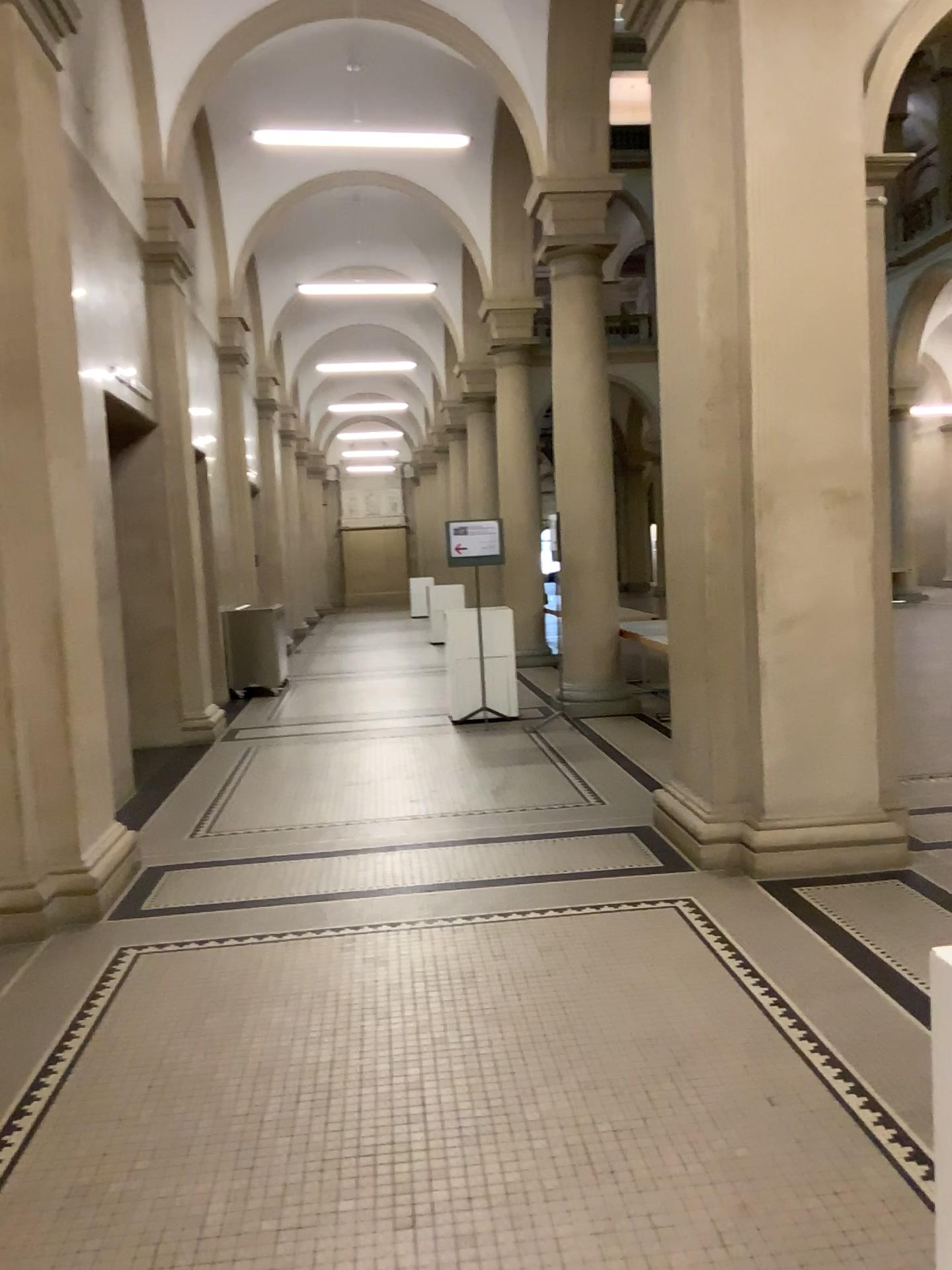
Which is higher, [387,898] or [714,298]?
[714,298]

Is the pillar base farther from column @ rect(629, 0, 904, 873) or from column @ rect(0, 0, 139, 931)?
column @ rect(0, 0, 139, 931)

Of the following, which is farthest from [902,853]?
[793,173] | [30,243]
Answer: [30,243]

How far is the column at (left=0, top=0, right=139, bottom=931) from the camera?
4.5 meters

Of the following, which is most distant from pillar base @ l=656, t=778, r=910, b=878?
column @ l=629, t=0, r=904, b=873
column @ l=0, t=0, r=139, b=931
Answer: column @ l=0, t=0, r=139, b=931

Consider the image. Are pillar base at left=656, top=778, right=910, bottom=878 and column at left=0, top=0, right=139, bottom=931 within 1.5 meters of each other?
no

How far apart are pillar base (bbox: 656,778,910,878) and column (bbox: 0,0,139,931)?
2.7m

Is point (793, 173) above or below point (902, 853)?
above

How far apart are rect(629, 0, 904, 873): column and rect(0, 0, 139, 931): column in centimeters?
267cm

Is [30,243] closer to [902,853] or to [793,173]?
[793,173]
